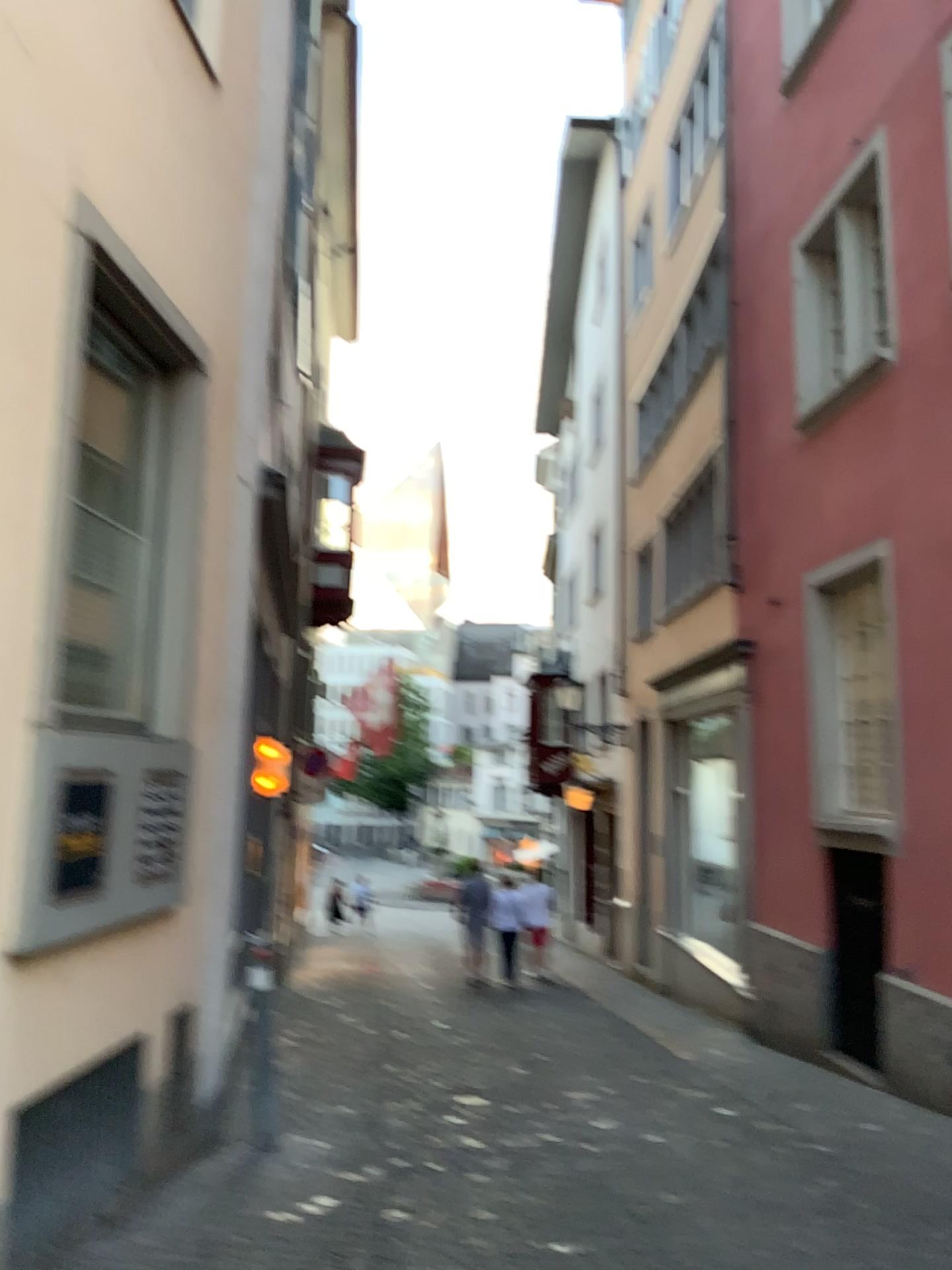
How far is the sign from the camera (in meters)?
3.72

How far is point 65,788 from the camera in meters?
3.7

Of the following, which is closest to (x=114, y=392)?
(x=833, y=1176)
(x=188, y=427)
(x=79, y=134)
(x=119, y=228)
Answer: (x=188, y=427)
